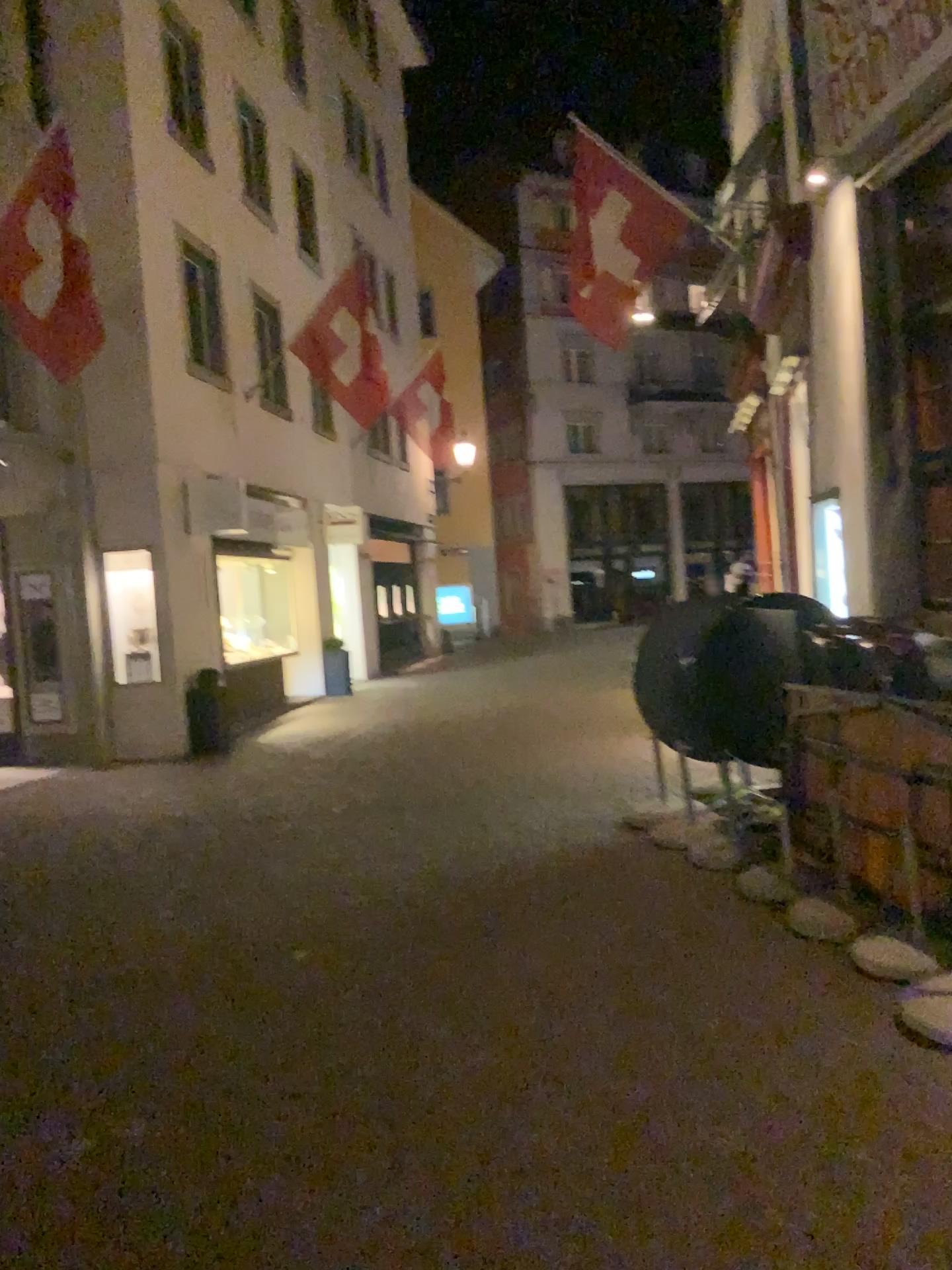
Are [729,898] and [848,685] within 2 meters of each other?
yes
